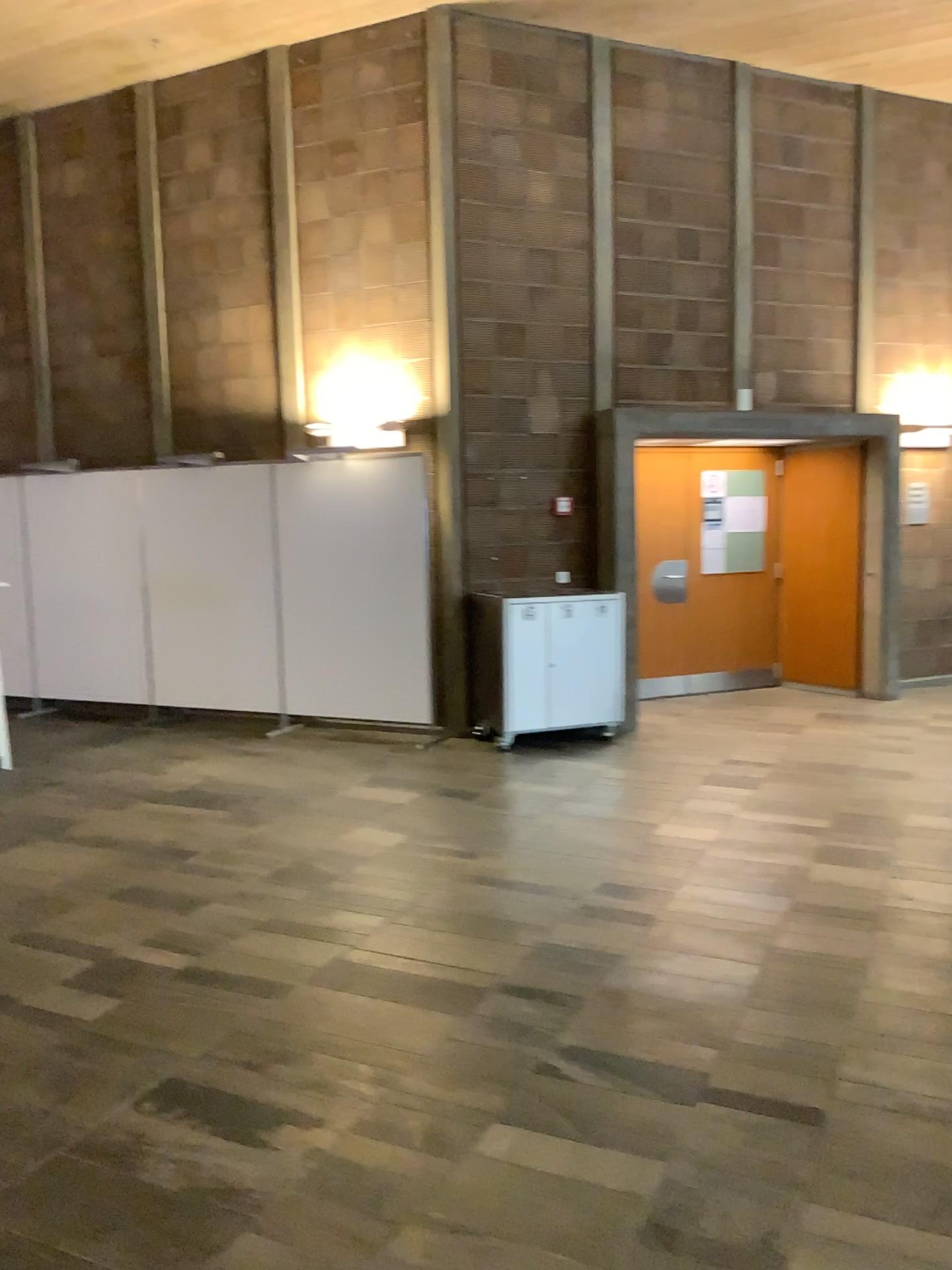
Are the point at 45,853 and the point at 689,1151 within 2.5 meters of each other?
no
